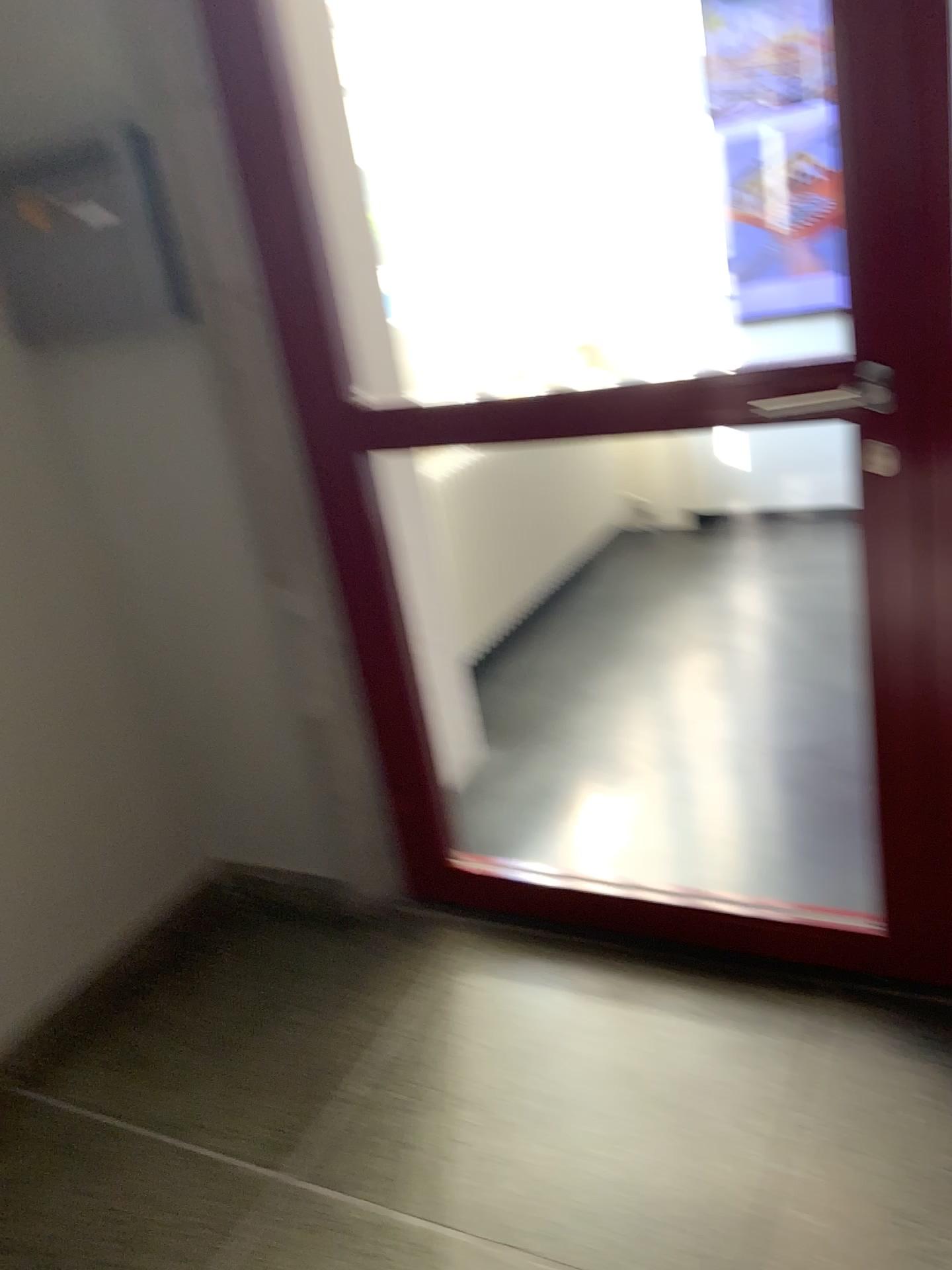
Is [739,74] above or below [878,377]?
above

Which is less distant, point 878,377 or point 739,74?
point 878,377

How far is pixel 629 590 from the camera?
3.91m

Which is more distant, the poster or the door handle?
the poster
